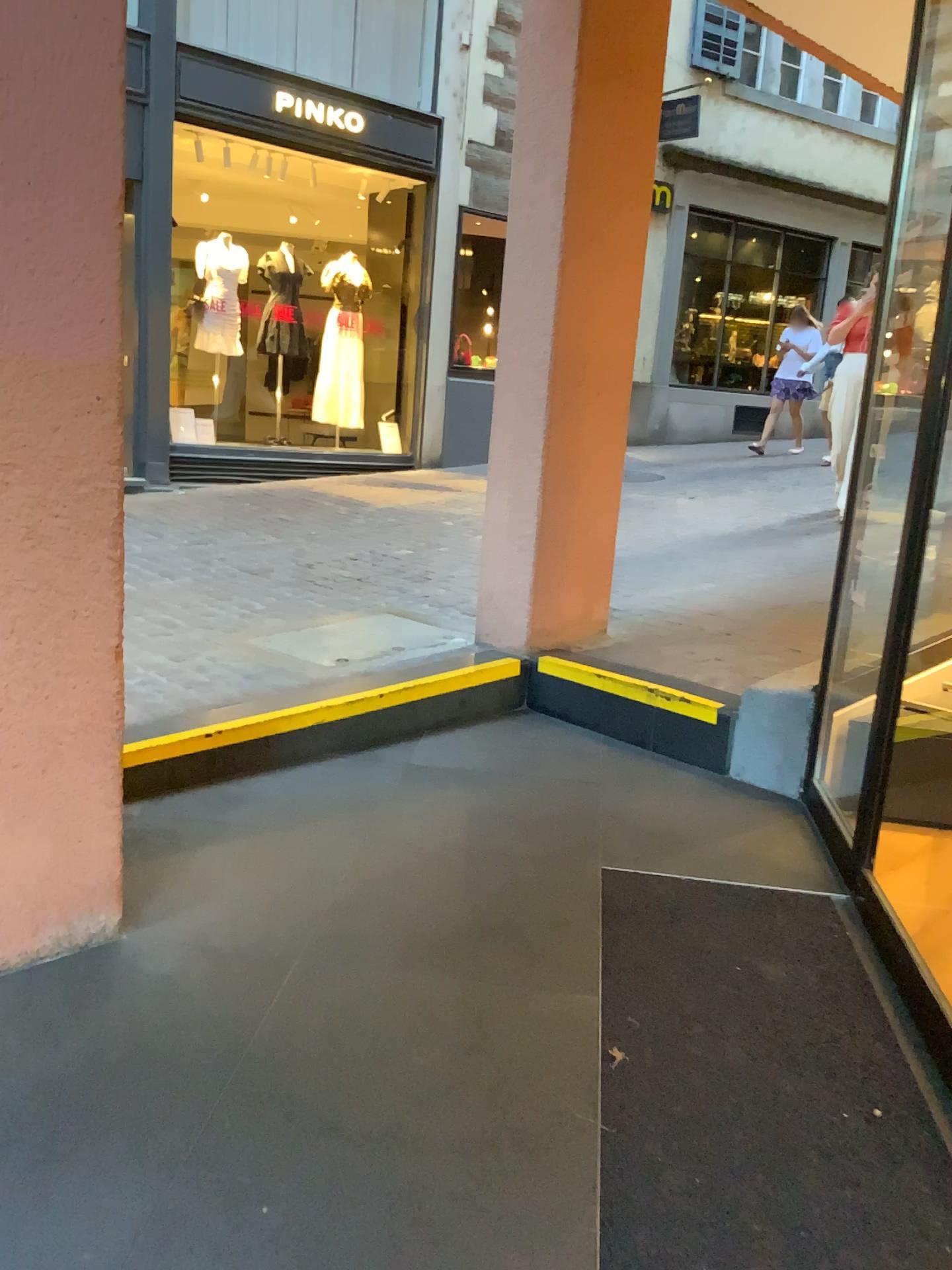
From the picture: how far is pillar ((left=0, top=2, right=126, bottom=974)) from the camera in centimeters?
174cm

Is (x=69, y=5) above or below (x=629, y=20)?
below

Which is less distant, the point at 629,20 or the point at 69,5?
the point at 69,5

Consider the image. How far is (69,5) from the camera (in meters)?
1.74

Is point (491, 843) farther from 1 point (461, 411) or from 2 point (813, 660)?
1 point (461, 411)

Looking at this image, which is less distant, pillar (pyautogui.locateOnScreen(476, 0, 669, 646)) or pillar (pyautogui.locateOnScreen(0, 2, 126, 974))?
pillar (pyautogui.locateOnScreen(0, 2, 126, 974))
